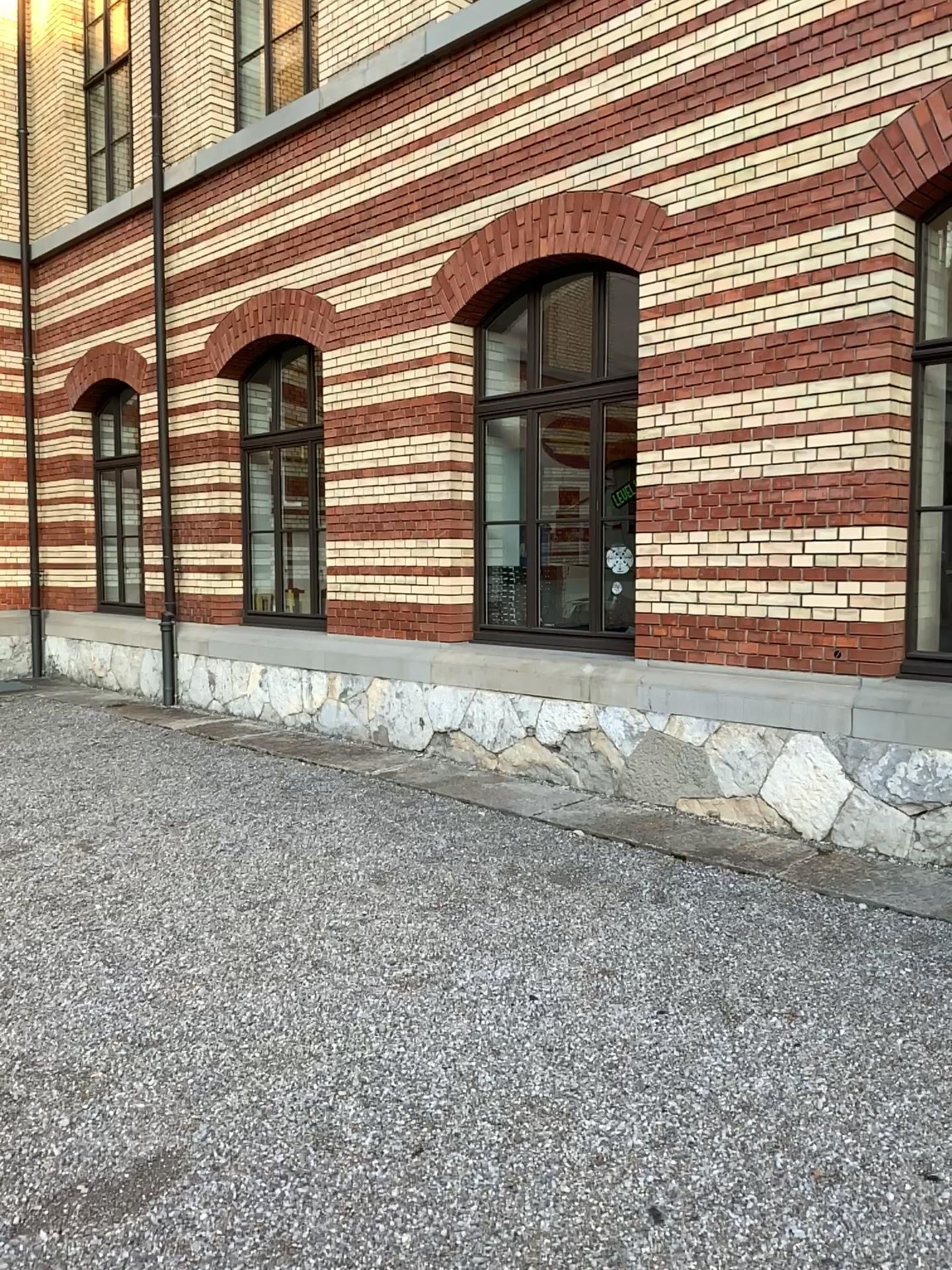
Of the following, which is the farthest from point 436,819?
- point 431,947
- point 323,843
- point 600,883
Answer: point 431,947
